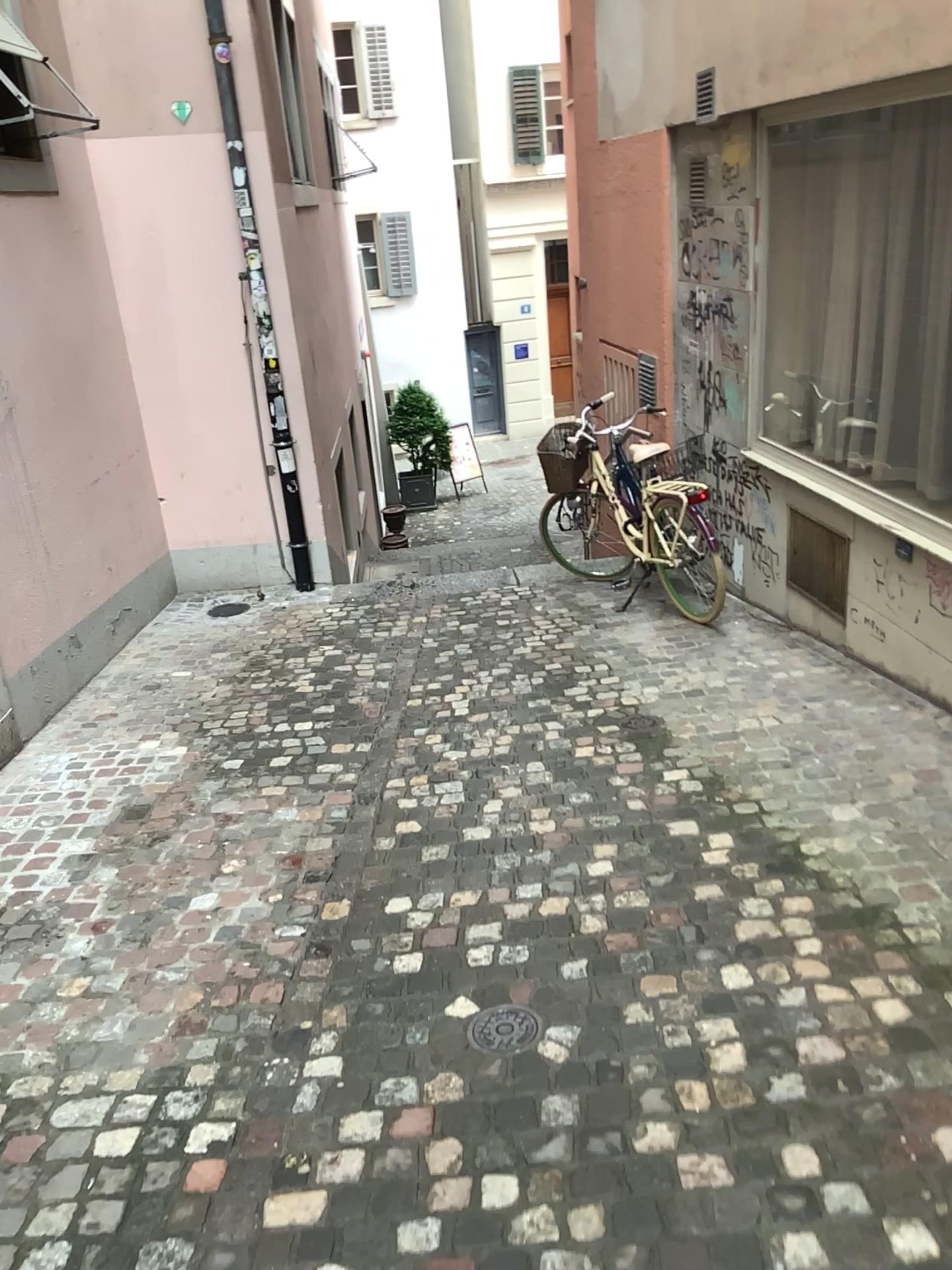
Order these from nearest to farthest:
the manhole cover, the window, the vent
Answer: the manhole cover
the window
the vent

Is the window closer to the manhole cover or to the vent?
the vent

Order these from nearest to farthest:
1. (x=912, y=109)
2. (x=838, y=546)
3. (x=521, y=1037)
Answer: (x=521, y=1037) < (x=912, y=109) < (x=838, y=546)

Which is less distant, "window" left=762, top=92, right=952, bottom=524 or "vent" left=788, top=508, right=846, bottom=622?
"window" left=762, top=92, right=952, bottom=524

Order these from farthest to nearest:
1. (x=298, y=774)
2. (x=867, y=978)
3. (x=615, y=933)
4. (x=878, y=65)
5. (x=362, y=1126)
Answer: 1. (x=298, y=774)
2. (x=878, y=65)
3. (x=615, y=933)
4. (x=867, y=978)
5. (x=362, y=1126)

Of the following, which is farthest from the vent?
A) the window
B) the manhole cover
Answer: the manhole cover

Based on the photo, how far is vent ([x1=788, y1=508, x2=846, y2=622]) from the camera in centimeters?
495cm

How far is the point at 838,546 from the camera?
4.95m

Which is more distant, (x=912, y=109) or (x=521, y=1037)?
(x=912, y=109)

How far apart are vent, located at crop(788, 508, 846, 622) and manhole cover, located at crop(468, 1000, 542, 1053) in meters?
3.0
